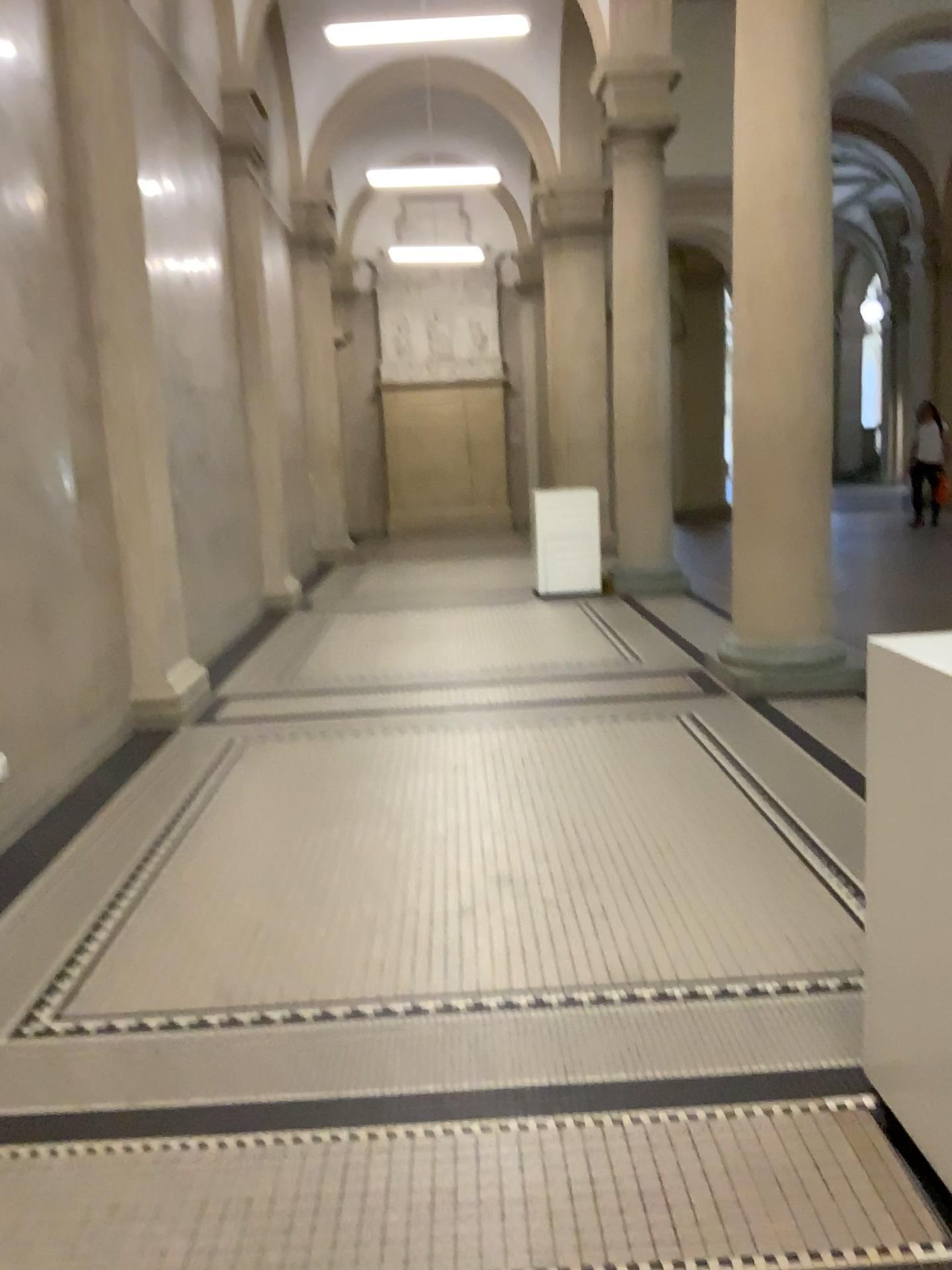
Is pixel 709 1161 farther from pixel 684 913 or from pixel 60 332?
pixel 60 332
